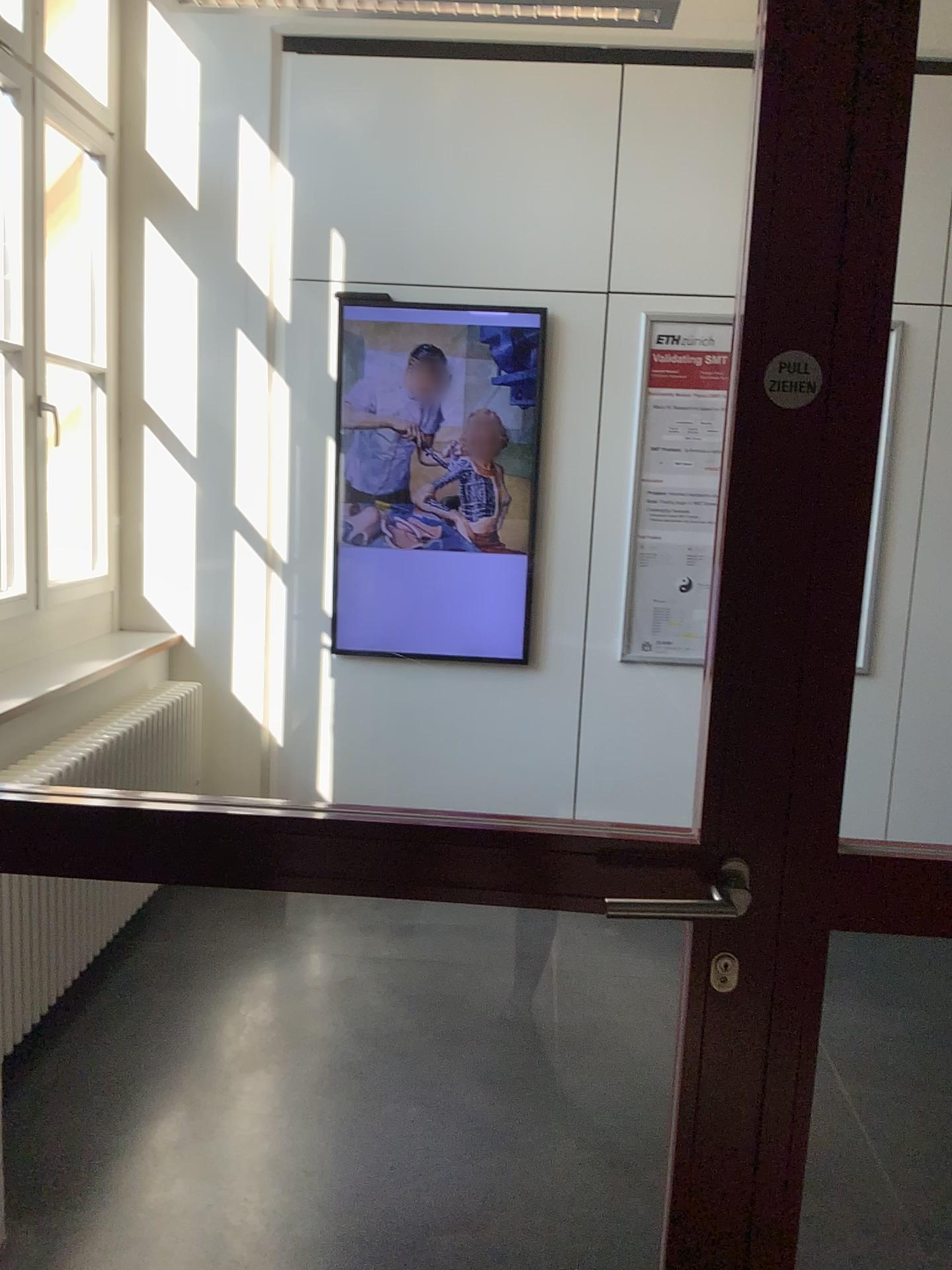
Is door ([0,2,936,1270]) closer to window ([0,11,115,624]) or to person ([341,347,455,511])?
window ([0,11,115,624])

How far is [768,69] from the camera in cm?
109

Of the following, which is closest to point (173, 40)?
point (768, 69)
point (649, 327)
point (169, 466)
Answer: point (169, 466)

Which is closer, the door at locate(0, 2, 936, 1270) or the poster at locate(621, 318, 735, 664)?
the door at locate(0, 2, 936, 1270)

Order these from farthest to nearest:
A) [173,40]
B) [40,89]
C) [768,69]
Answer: [173,40] → [40,89] → [768,69]

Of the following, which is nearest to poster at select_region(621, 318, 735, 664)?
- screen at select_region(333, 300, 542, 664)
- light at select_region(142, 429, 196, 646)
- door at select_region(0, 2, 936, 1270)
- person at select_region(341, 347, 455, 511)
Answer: screen at select_region(333, 300, 542, 664)

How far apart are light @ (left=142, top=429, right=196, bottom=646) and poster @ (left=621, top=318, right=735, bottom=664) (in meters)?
1.61

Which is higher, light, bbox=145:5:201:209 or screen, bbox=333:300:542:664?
light, bbox=145:5:201:209

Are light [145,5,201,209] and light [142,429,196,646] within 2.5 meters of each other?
yes

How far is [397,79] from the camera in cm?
363
